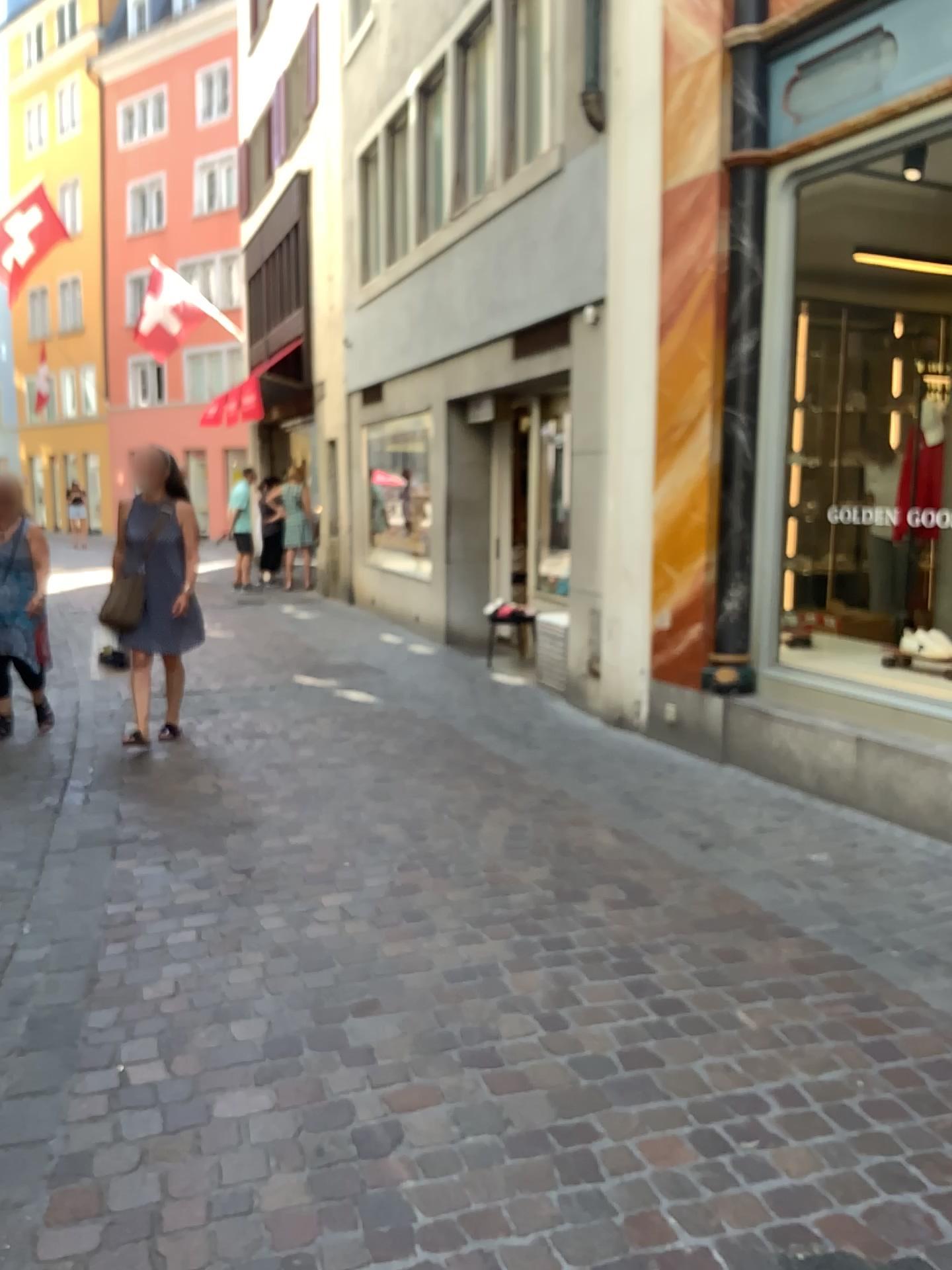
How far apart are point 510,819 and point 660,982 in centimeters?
160cm
